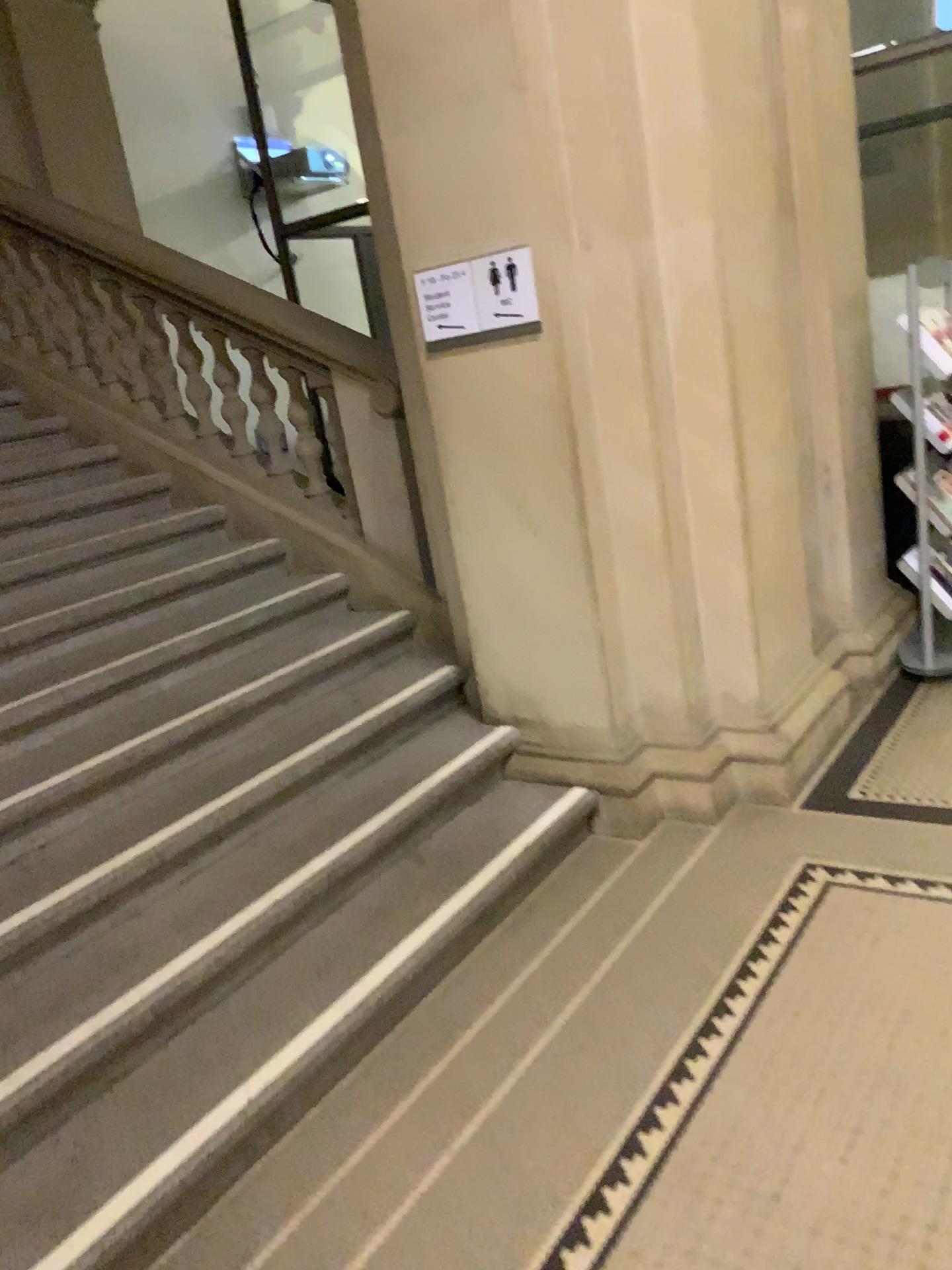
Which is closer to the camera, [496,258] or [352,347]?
[496,258]

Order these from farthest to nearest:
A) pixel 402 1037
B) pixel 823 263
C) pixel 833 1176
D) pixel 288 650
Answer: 1. pixel 823 263
2. pixel 288 650
3. pixel 402 1037
4. pixel 833 1176

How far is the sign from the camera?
3.1 meters

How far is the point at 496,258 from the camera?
3.1m

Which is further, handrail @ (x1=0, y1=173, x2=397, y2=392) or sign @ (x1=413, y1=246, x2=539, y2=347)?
handrail @ (x1=0, y1=173, x2=397, y2=392)
